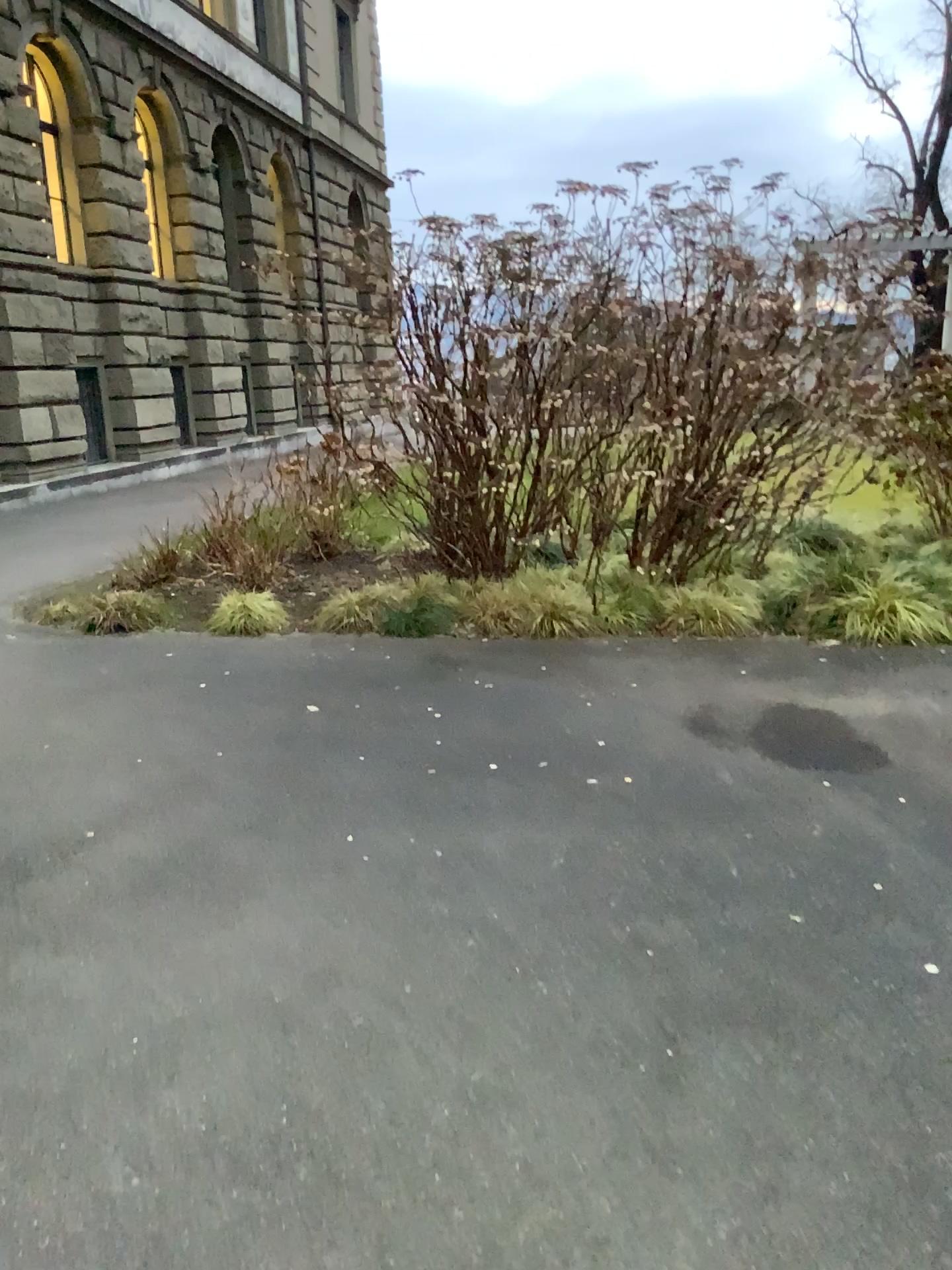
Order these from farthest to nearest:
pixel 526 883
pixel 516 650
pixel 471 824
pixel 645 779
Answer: pixel 516 650
pixel 645 779
pixel 471 824
pixel 526 883
